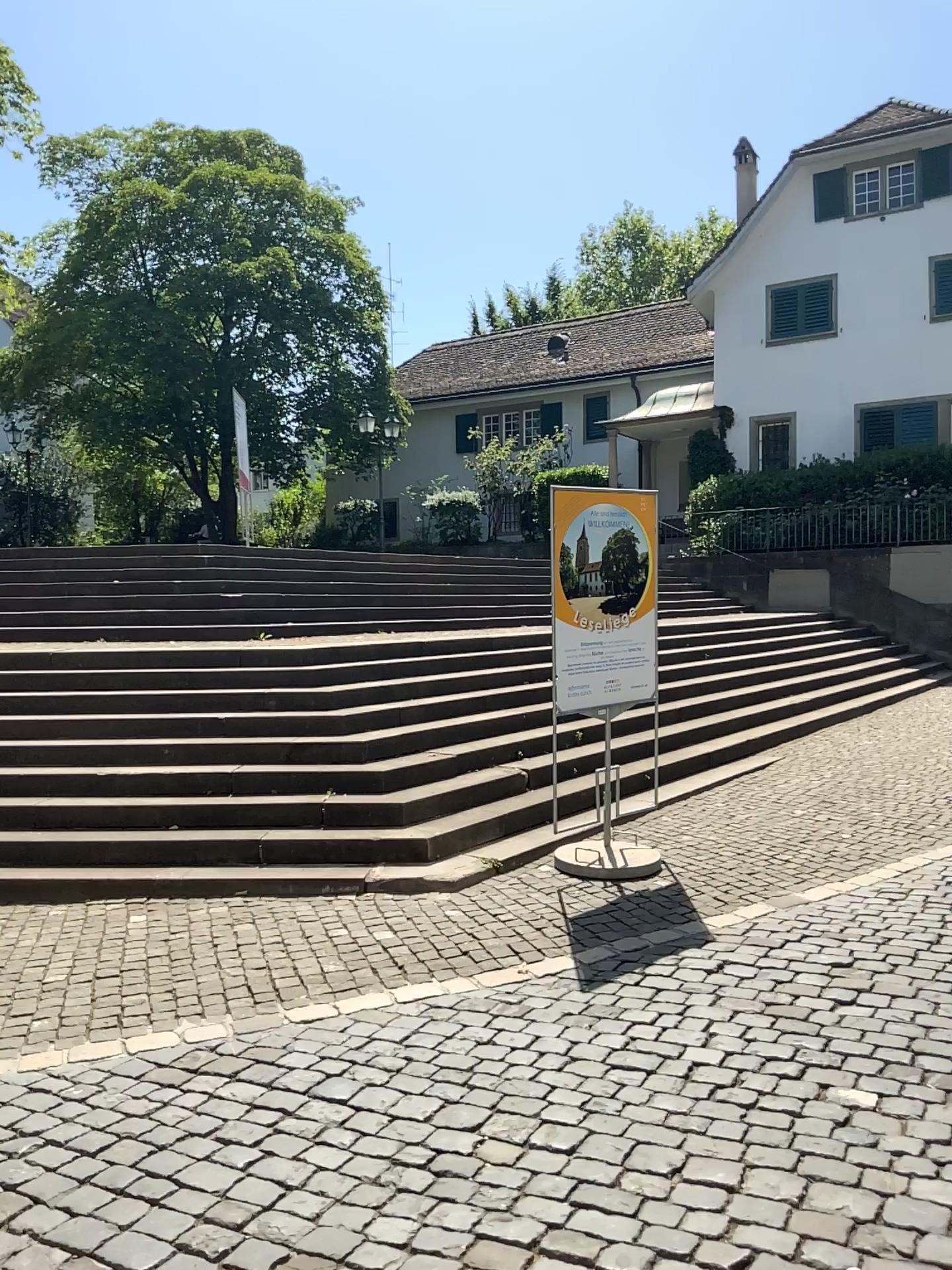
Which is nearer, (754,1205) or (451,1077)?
(754,1205)
